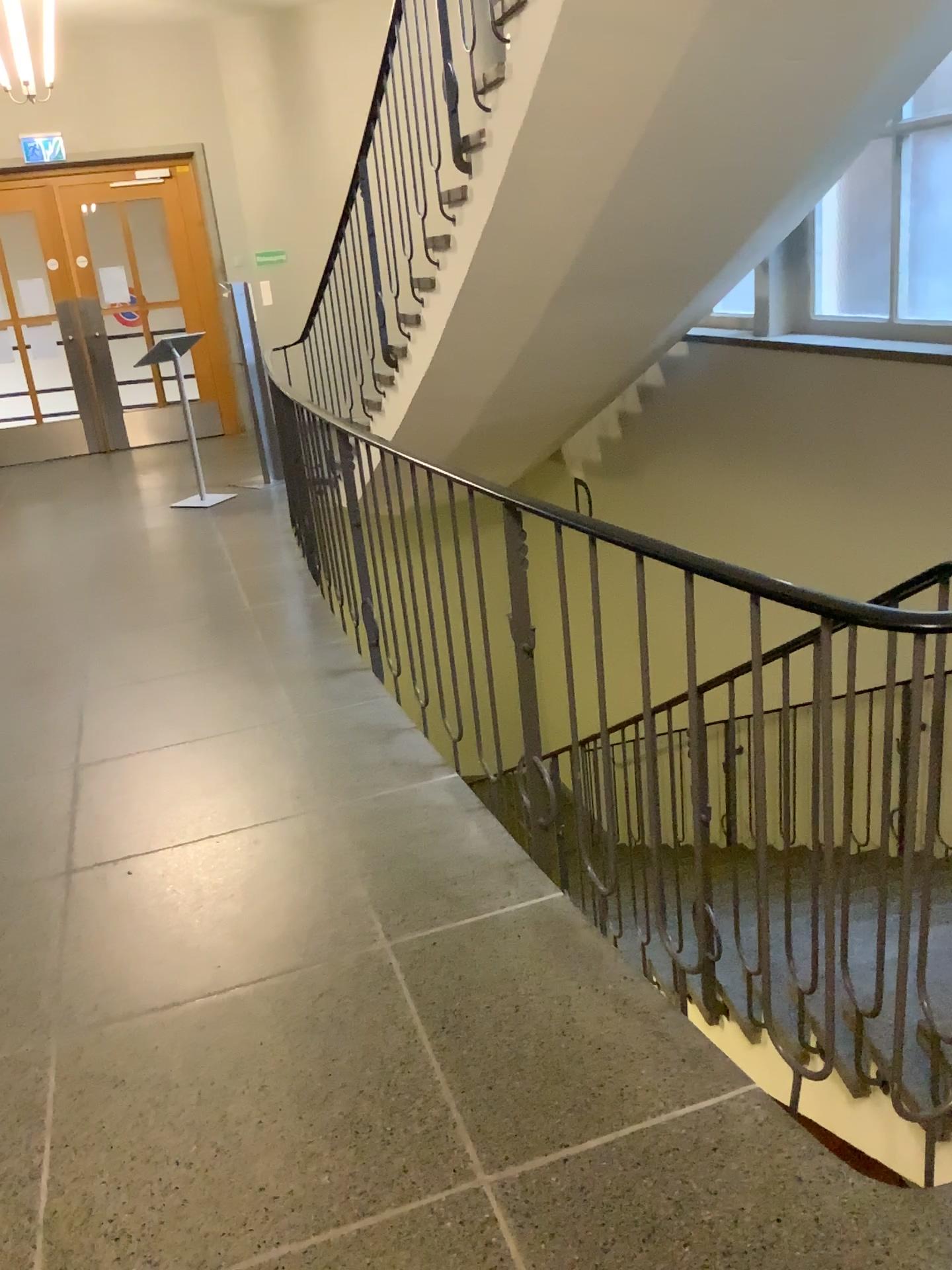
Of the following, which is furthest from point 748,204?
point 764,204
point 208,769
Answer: point 208,769
